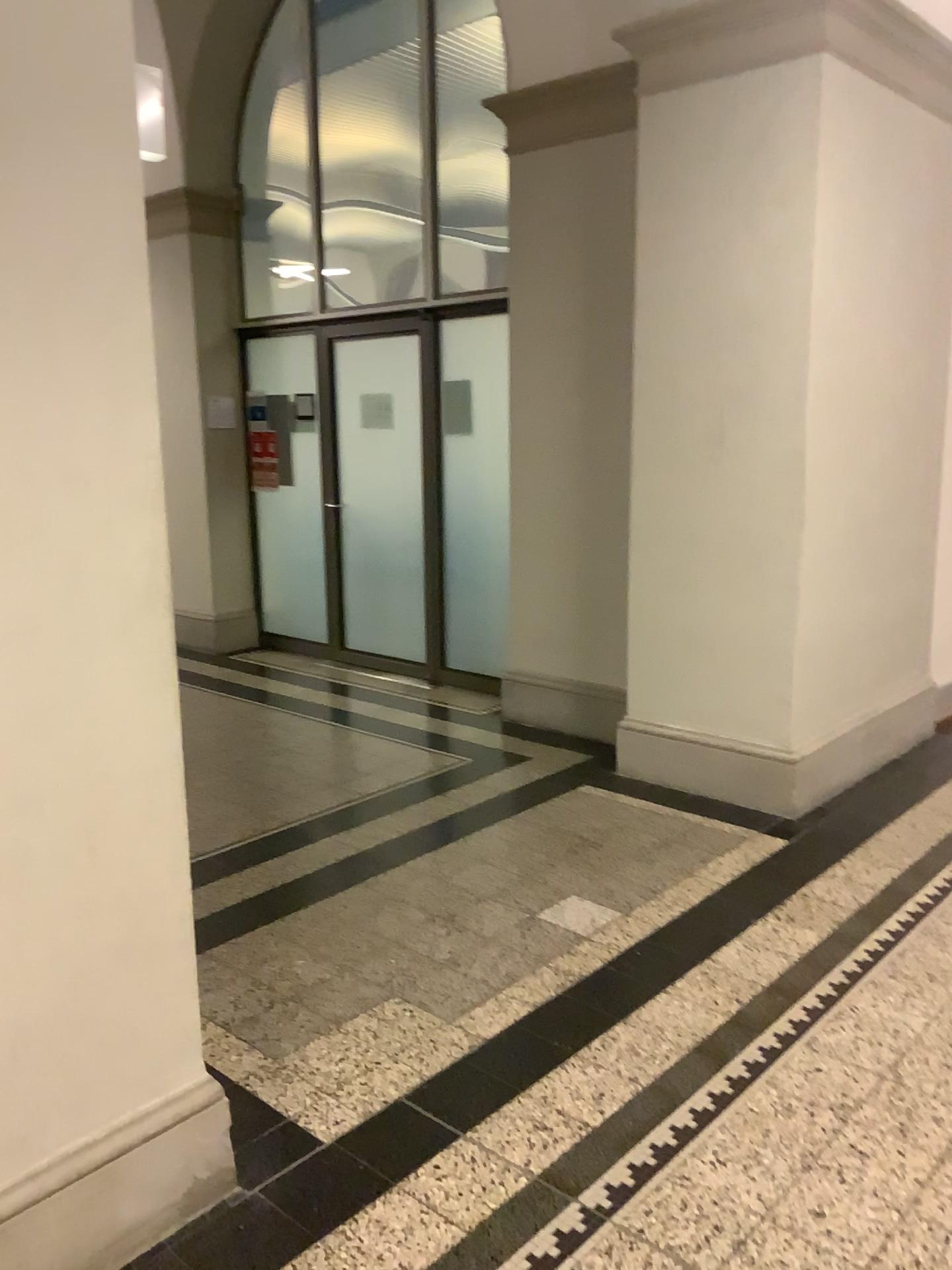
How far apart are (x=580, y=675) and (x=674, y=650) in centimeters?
137cm

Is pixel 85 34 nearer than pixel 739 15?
Yes

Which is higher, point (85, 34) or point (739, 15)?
point (739, 15)

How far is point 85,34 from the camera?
1.67m

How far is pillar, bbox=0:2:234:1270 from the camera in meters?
1.7 m

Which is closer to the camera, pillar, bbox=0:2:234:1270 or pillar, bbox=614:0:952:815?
pillar, bbox=0:2:234:1270
